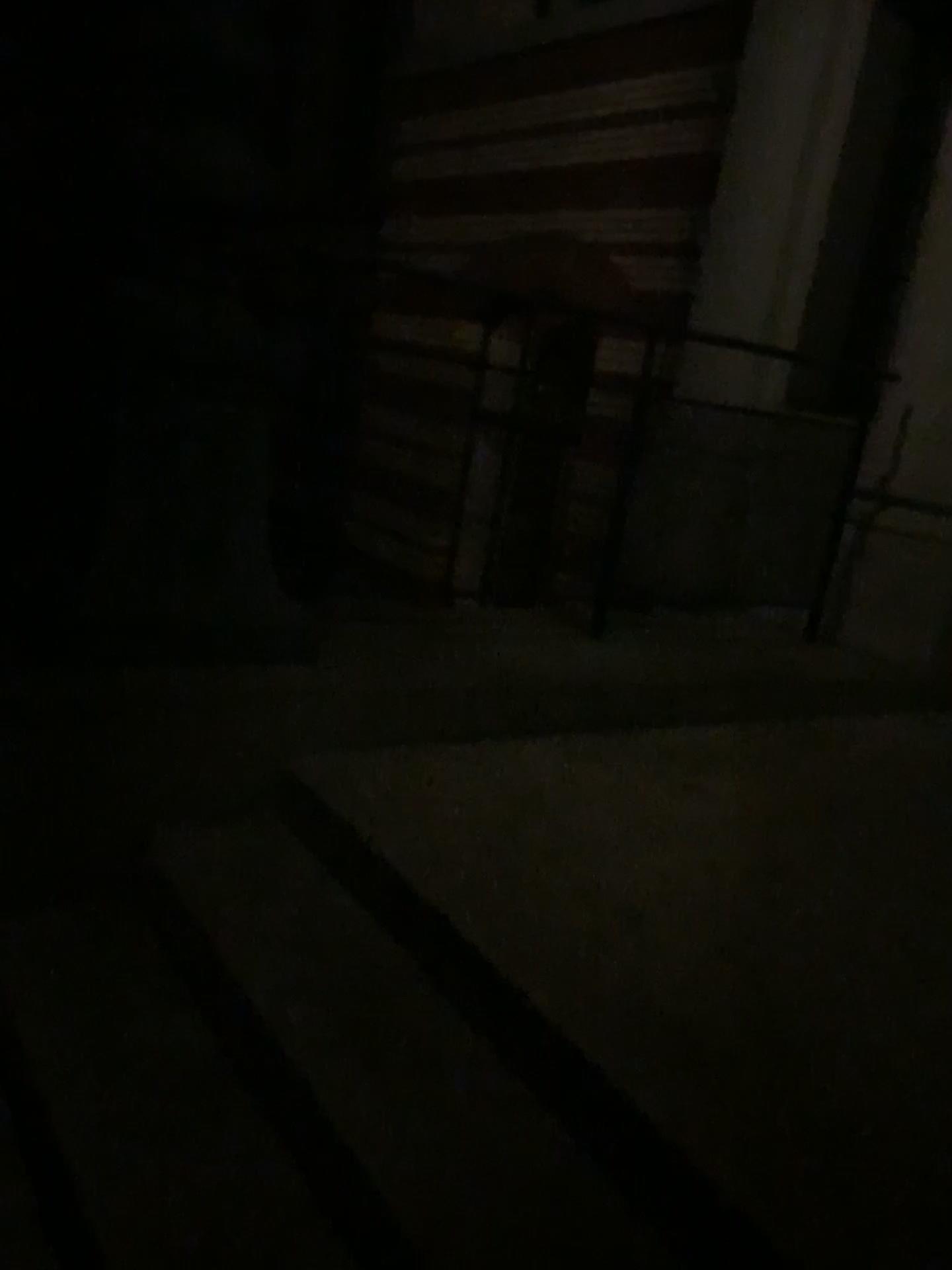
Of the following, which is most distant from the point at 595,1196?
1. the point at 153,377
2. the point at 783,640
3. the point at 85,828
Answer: the point at 783,640
